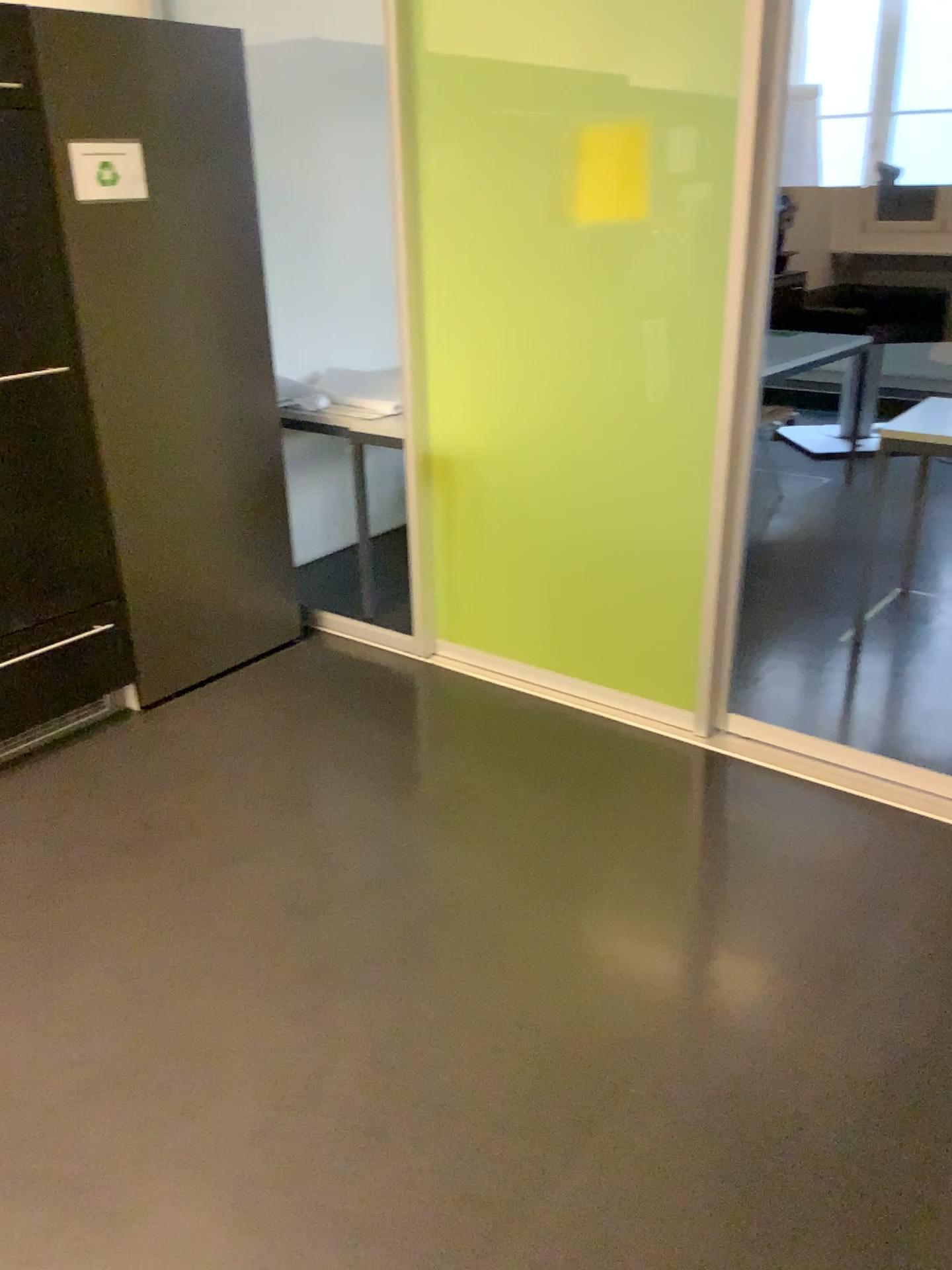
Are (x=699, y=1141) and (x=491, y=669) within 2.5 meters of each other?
yes

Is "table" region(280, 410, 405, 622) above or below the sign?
below

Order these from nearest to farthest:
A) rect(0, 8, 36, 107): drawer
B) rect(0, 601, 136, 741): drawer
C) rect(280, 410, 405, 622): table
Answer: rect(0, 8, 36, 107): drawer → rect(0, 601, 136, 741): drawer → rect(280, 410, 405, 622): table

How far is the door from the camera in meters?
2.6 m

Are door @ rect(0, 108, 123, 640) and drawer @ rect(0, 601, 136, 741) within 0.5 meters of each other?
yes

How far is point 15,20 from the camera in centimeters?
251cm

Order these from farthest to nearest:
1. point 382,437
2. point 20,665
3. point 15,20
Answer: point 382,437
point 20,665
point 15,20

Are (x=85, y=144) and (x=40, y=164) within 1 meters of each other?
yes

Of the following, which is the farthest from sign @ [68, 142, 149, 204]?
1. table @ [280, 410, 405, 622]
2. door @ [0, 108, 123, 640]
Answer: table @ [280, 410, 405, 622]

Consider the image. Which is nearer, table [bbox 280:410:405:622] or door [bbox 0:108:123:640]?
door [bbox 0:108:123:640]
